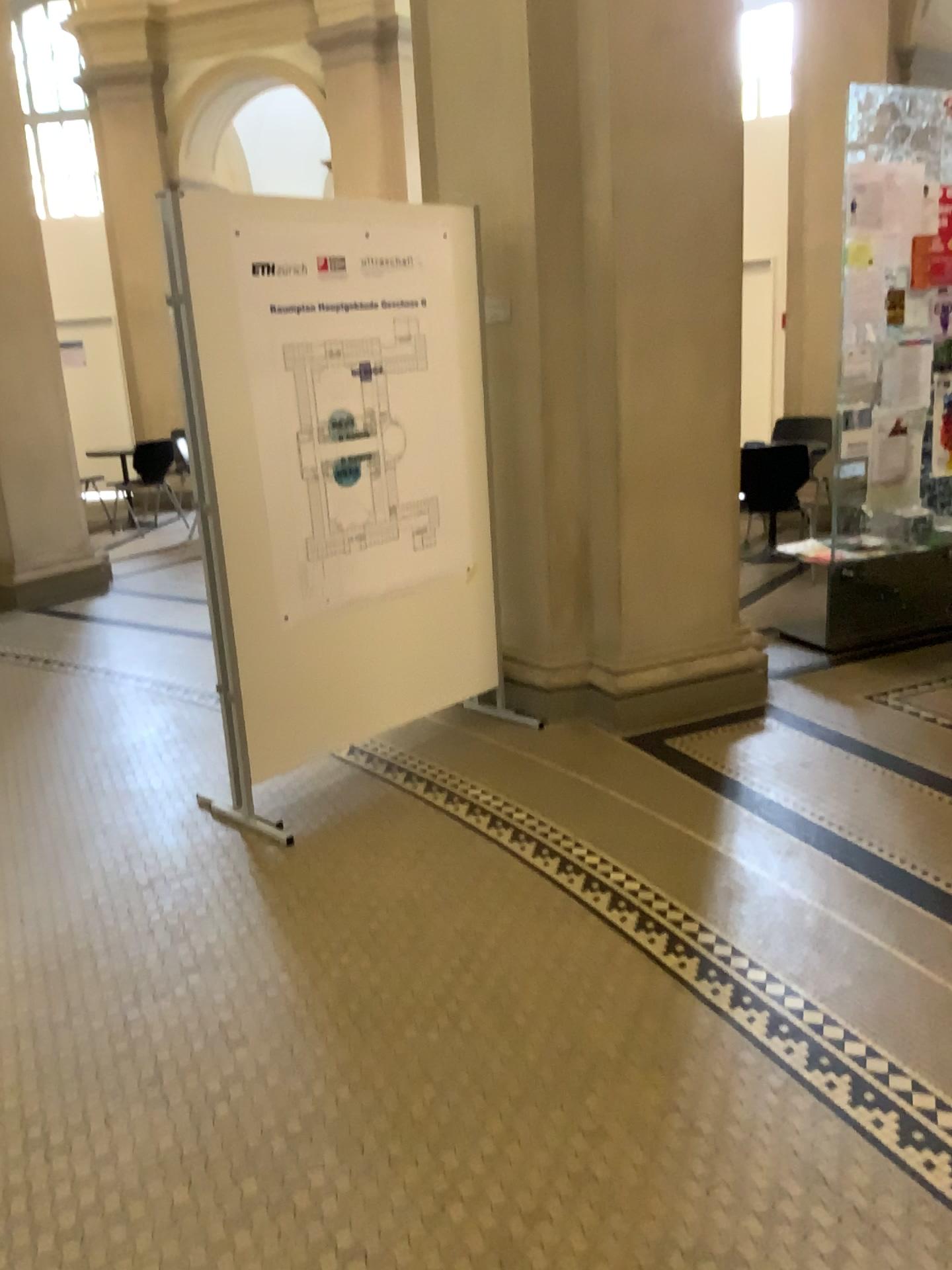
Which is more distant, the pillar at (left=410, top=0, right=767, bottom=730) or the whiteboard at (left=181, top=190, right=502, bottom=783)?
the pillar at (left=410, top=0, right=767, bottom=730)

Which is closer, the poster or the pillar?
the poster

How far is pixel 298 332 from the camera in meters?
3.3

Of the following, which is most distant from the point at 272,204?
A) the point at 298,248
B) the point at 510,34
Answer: the point at 510,34

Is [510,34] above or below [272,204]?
above

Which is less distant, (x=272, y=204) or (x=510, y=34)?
(x=272, y=204)
